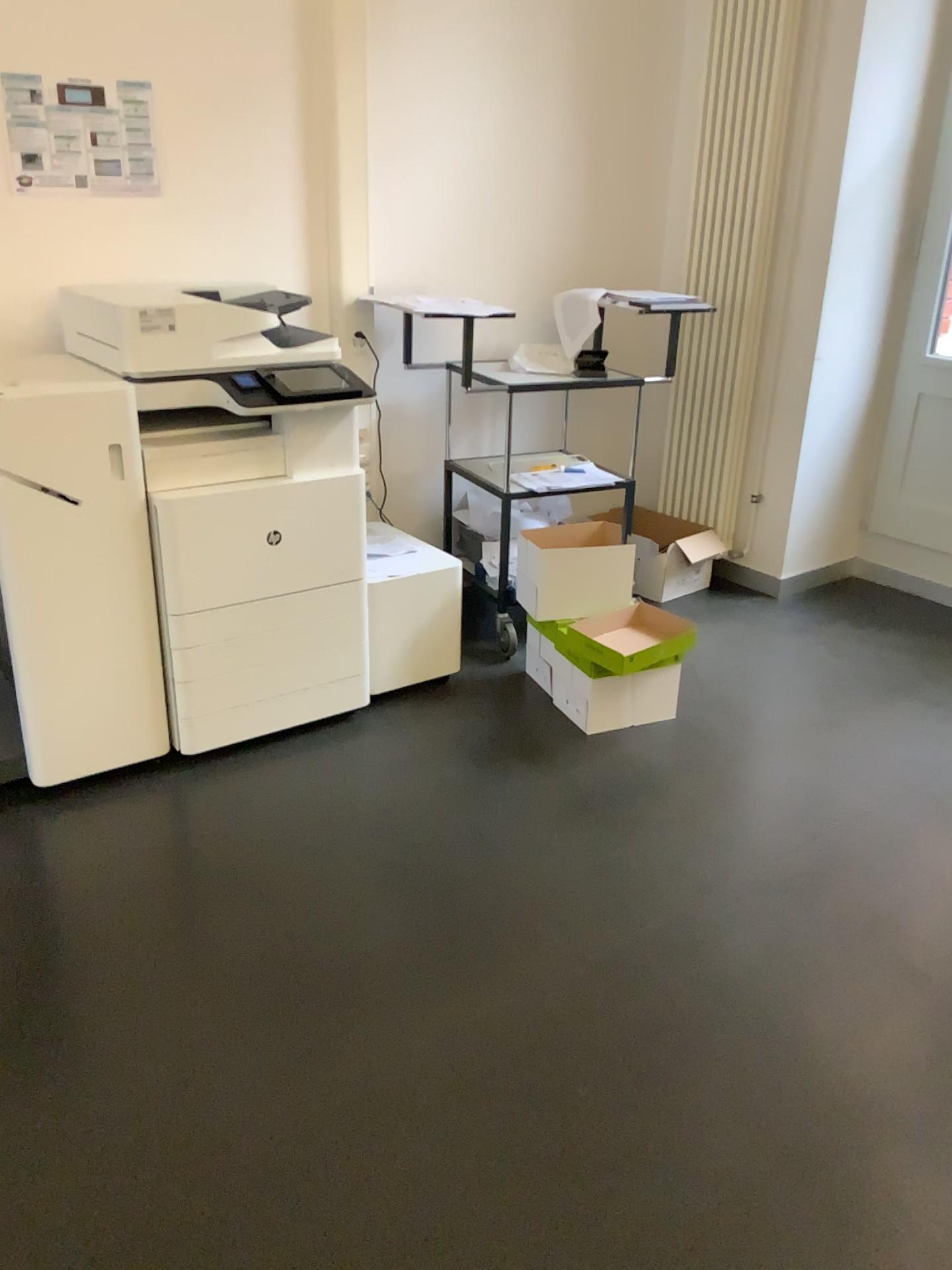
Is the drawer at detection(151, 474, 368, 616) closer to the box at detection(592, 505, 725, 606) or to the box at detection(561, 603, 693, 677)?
the box at detection(561, 603, 693, 677)

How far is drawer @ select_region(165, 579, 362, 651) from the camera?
2.7 meters

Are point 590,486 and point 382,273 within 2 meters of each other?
yes

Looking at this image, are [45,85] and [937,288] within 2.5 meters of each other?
A: no

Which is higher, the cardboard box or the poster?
the poster

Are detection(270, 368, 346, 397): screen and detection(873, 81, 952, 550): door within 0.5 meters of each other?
no

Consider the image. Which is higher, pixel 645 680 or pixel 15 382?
pixel 15 382

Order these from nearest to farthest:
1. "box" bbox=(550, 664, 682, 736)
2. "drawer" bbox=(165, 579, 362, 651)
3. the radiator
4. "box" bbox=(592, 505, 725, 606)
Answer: "drawer" bbox=(165, 579, 362, 651), "box" bbox=(550, 664, 682, 736), the radiator, "box" bbox=(592, 505, 725, 606)

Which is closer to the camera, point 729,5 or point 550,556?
point 550,556

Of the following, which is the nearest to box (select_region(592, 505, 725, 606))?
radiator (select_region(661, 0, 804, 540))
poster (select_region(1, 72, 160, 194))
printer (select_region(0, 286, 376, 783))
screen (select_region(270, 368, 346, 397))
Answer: radiator (select_region(661, 0, 804, 540))
